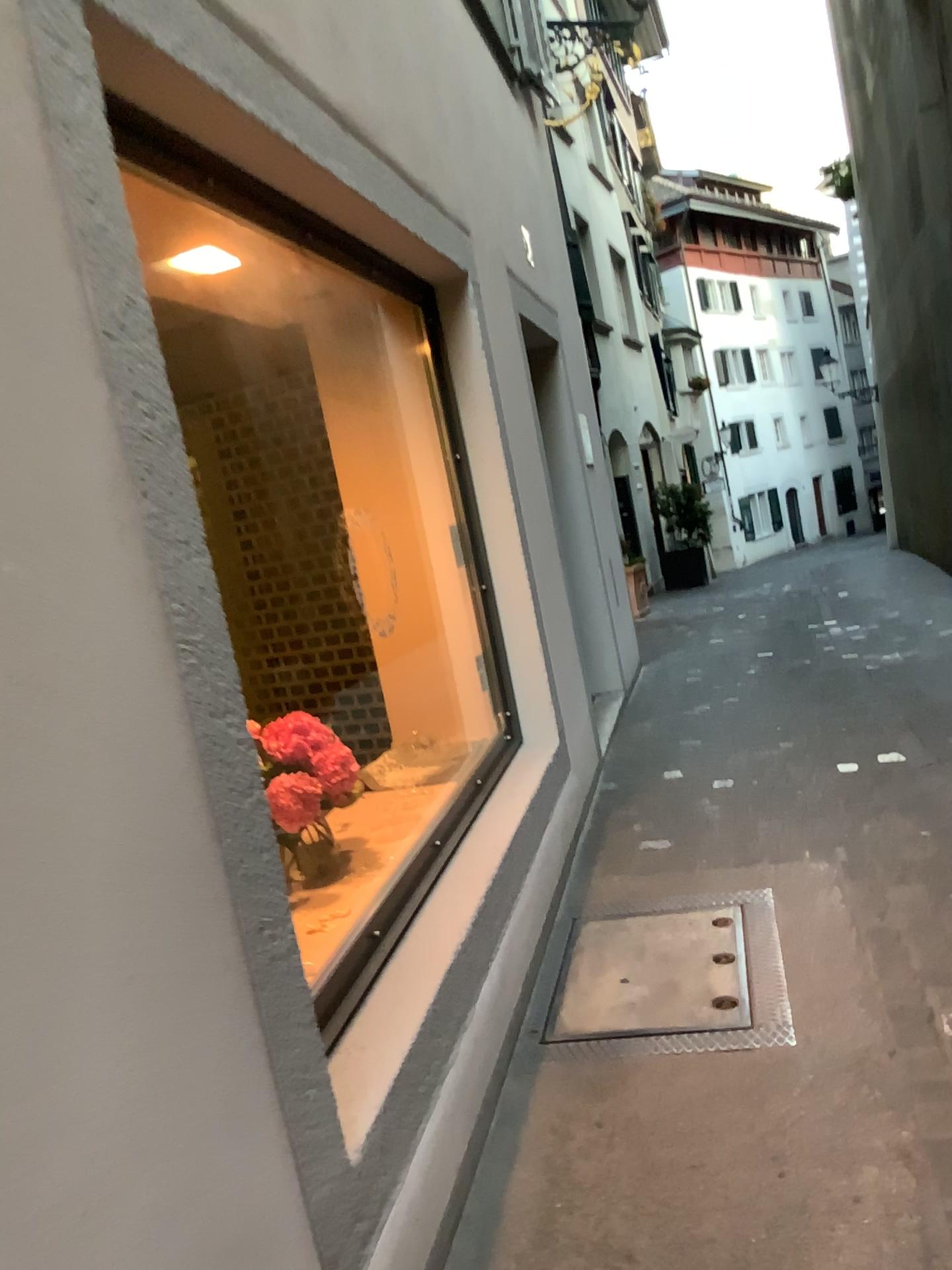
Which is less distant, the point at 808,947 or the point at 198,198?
the point at 198,198
